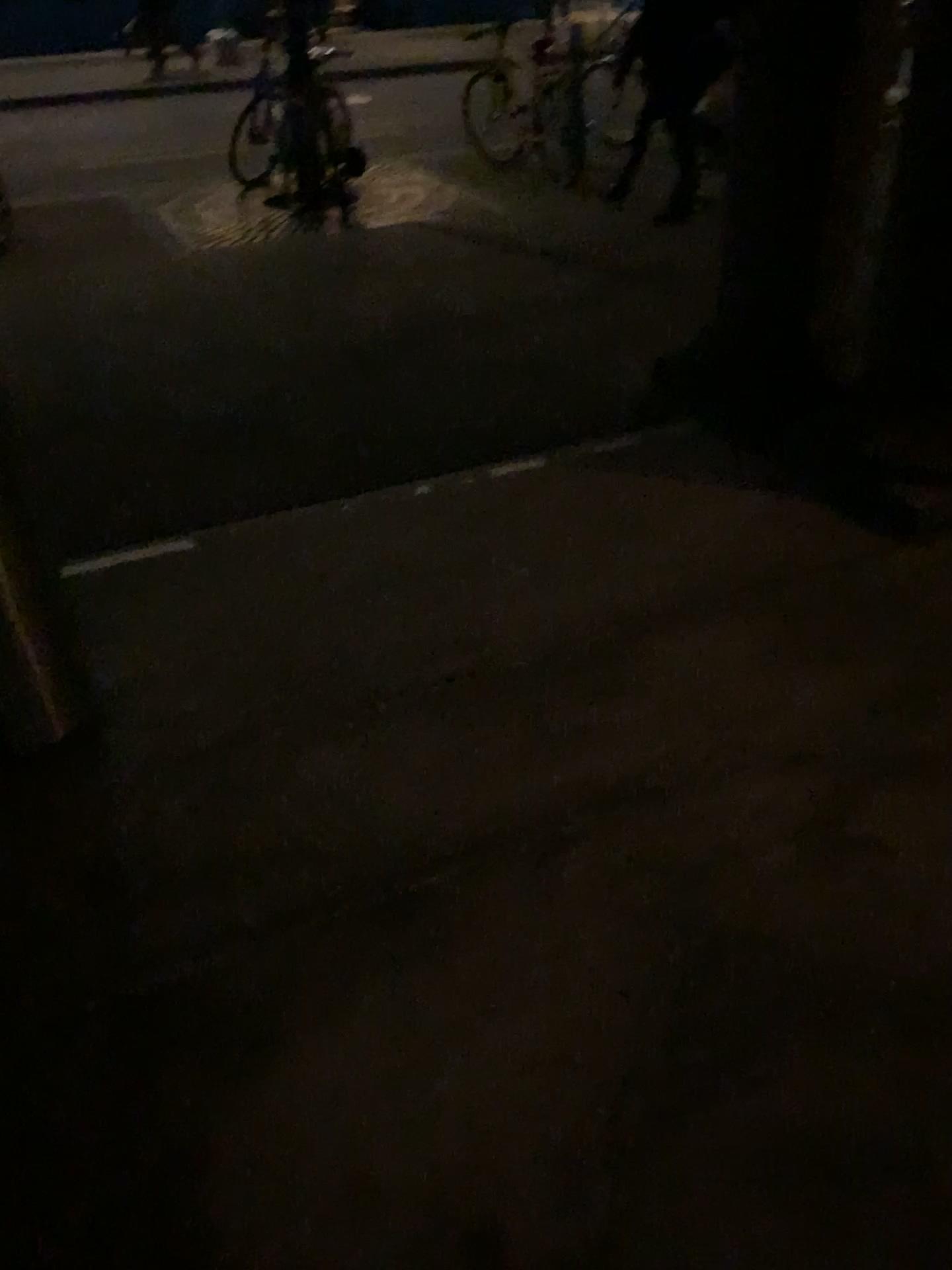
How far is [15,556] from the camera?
1.9m

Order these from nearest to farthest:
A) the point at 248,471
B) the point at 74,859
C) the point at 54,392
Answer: the point at 74,859 → the point at 248,471 → the point at 54,392

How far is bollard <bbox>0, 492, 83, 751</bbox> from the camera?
1.9m
